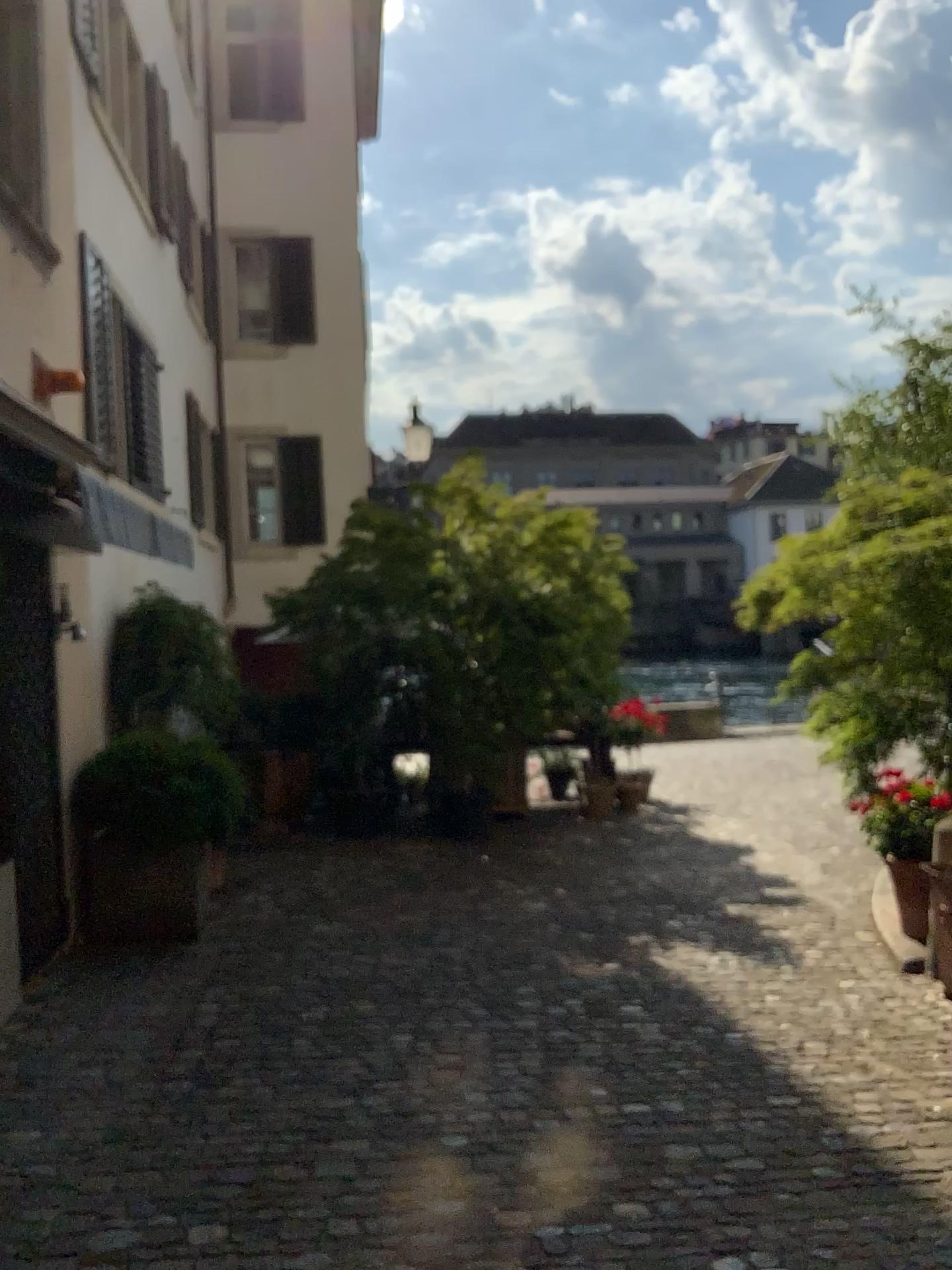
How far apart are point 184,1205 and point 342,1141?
0.5 meters
